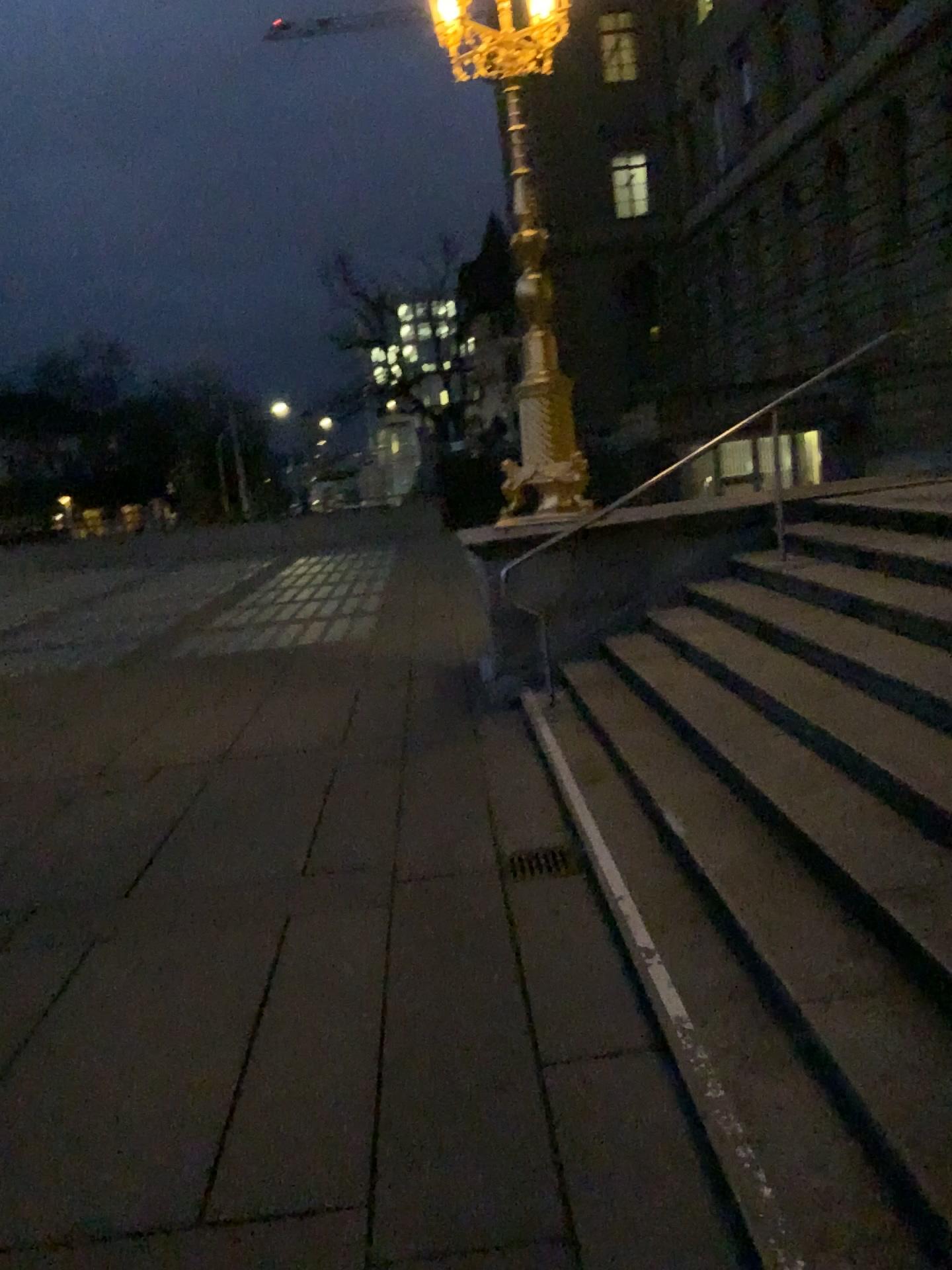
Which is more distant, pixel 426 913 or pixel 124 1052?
pixel 426 913
